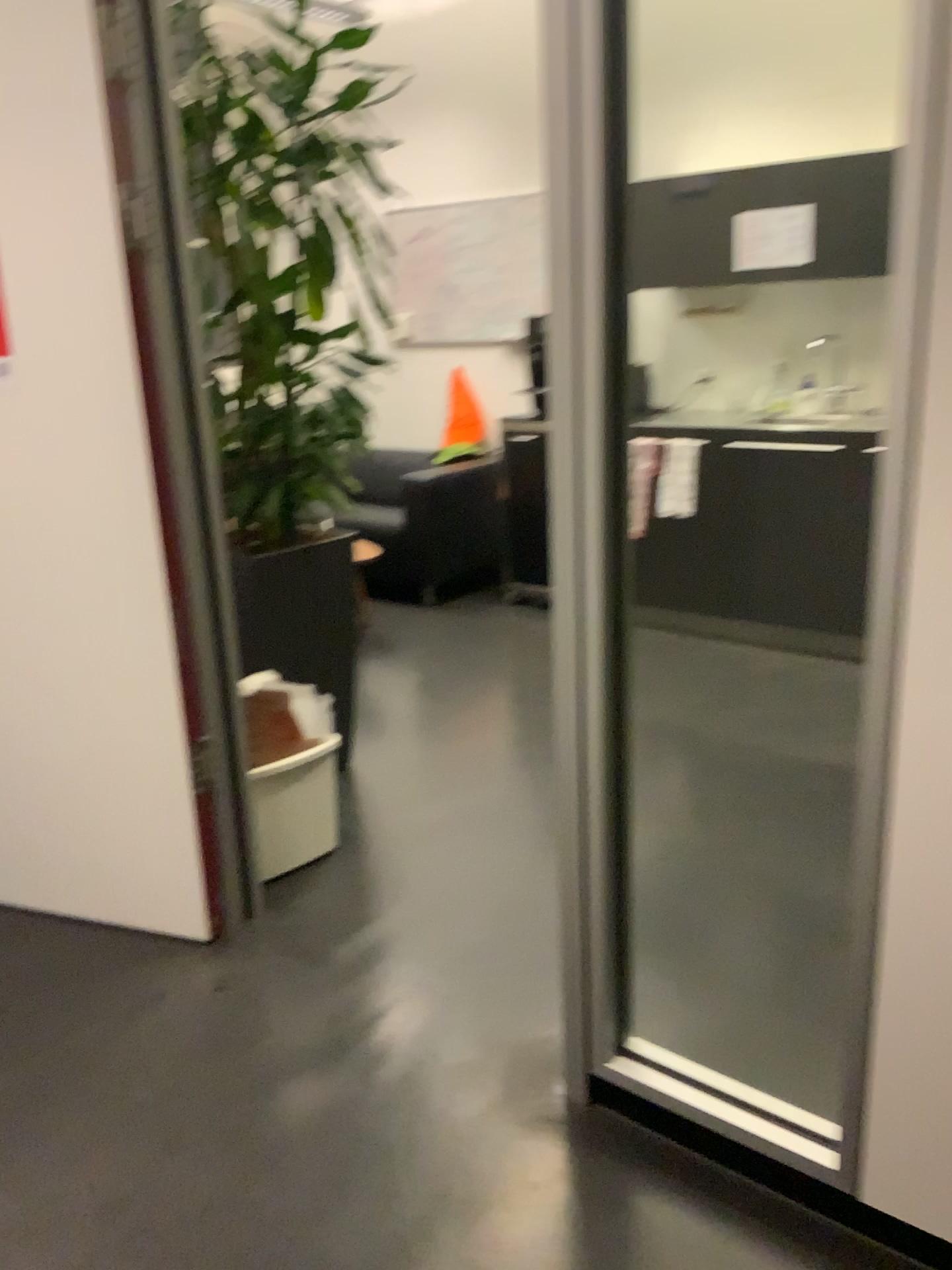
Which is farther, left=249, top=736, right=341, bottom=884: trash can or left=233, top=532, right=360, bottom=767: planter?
left=233, top=532, right=360, bottom=767: planter

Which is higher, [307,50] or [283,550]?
[307,50]

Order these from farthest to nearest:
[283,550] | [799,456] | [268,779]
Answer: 1. [799,456]
2. [283,550]
3. [268,779]

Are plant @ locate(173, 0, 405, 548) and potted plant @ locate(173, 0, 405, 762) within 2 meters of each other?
yes

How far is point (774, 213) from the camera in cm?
415

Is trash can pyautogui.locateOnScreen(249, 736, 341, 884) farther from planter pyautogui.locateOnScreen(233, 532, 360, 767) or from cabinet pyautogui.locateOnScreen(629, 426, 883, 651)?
cabinet pyautogui.locateOnScreen(629, 426, 883, 651)

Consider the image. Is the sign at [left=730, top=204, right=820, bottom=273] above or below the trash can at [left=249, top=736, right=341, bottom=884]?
above

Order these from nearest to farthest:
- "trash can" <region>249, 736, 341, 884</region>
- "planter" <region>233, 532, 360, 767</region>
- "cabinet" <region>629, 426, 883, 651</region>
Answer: "trash can" <region>249, 736, 341, 884</region> < "planter" <region>233, 532, 360, 767</region> < "cabinet" <region>629, 426, 883, 651</region>

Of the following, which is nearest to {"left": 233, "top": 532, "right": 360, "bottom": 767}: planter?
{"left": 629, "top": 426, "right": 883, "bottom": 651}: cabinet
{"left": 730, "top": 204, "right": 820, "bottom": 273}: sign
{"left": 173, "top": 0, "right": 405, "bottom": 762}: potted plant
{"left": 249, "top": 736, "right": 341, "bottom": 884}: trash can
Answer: {"left": 173, "top": 0, "right": 405, "bottom": 762}: potted plant

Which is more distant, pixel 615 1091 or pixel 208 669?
pixel 208 669
